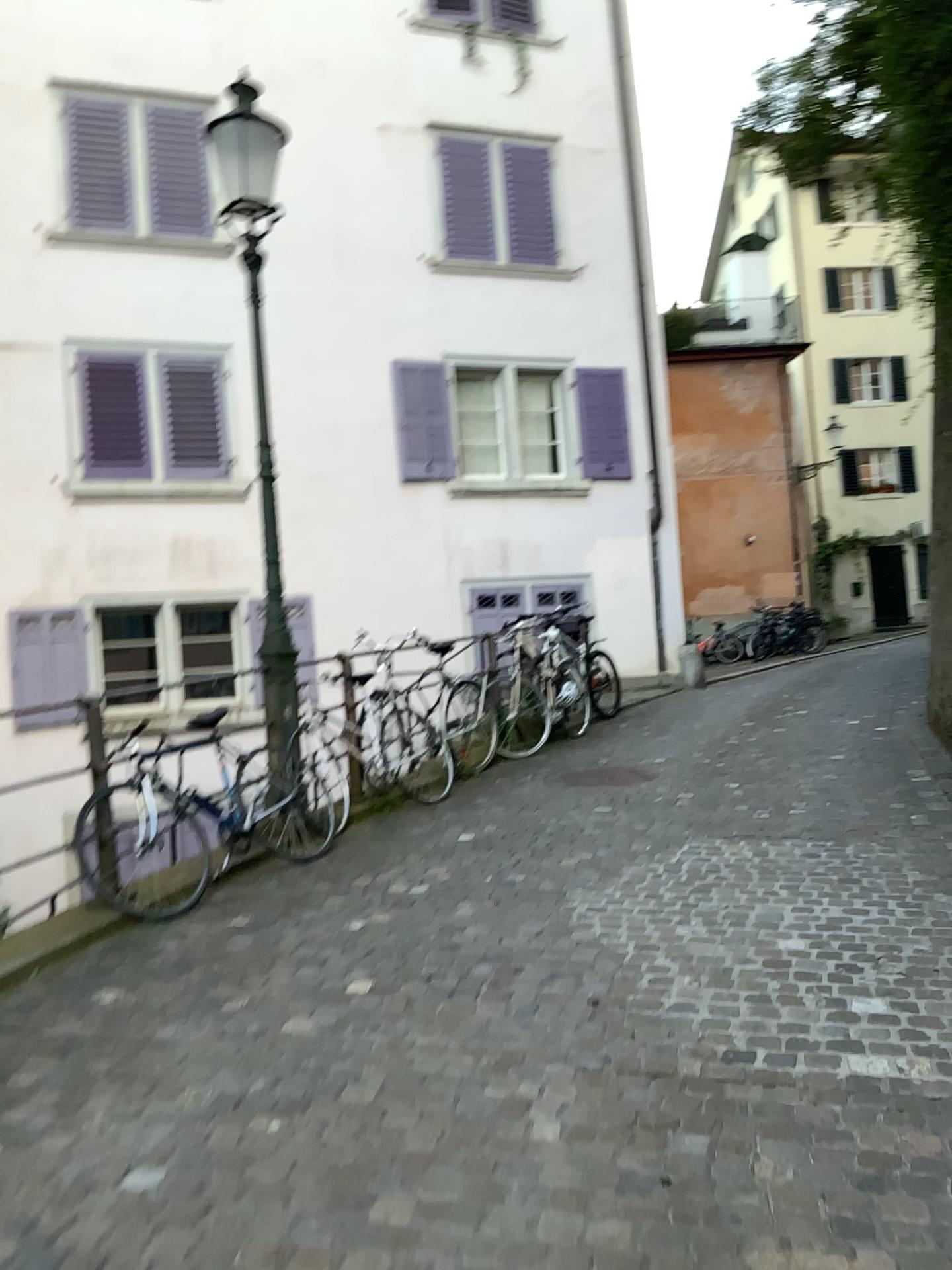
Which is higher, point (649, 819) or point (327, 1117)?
point (649, 819)
